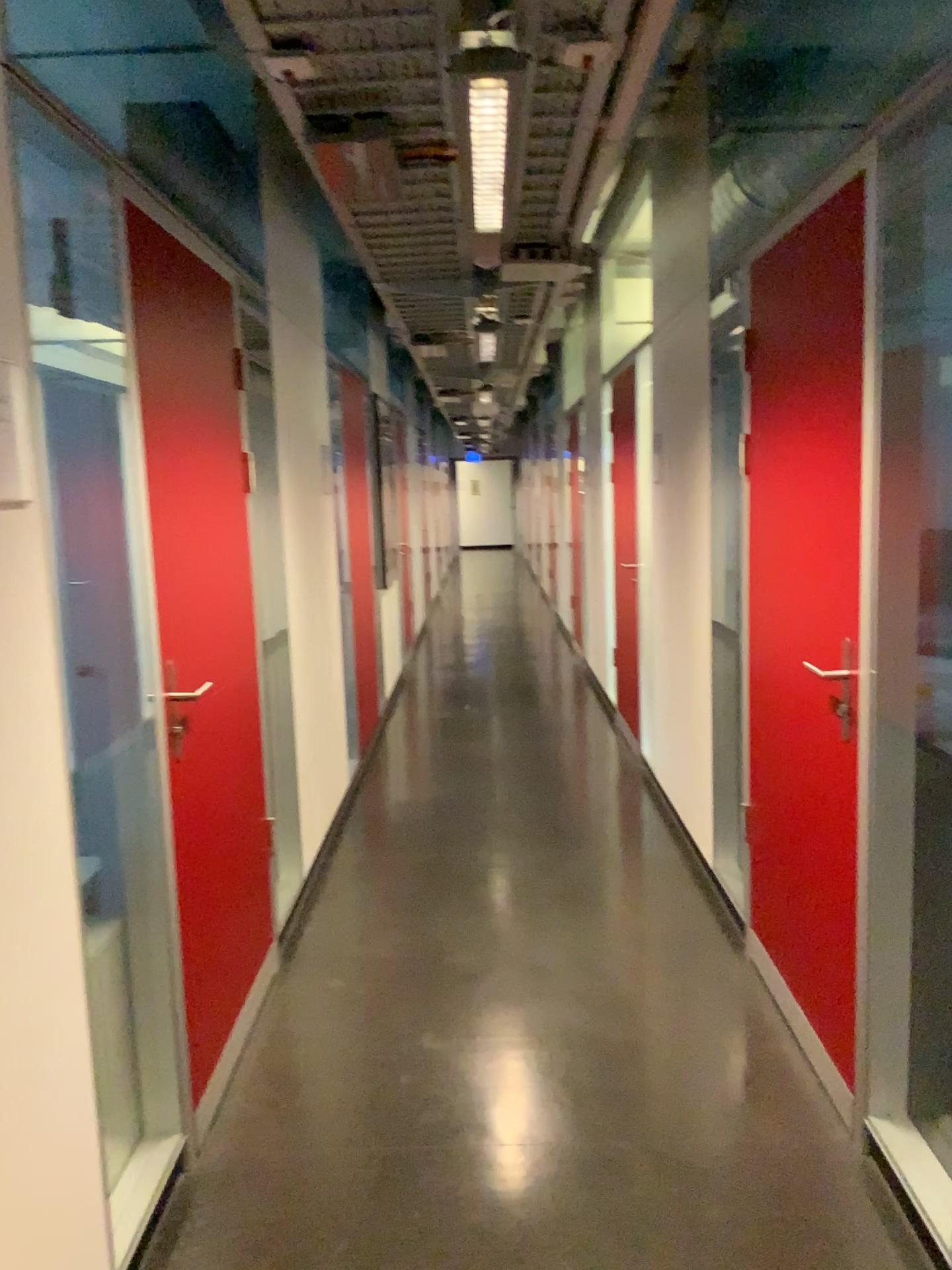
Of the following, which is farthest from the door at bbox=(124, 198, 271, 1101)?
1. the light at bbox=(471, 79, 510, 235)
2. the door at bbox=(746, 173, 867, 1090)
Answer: the door at bbox=(746, 173, 867, 1090)

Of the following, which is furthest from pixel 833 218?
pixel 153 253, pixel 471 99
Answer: pixel 153 253

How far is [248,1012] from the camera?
3.0 meters

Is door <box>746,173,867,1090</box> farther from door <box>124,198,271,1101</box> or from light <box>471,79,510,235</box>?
door <box>124,198,271,1101</box>

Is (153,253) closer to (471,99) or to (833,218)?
(471,99)
